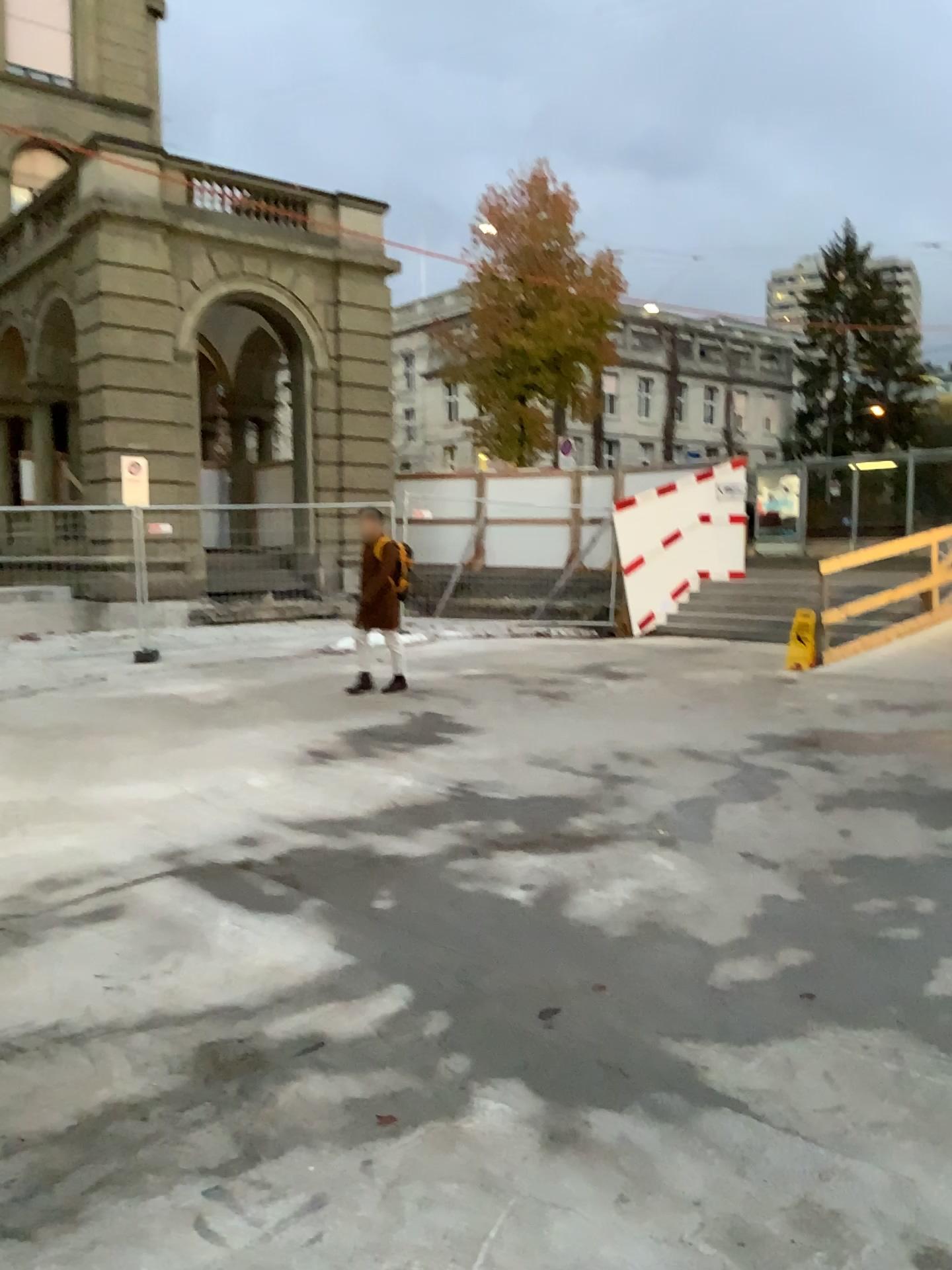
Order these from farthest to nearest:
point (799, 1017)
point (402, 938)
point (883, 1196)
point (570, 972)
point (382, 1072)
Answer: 1. point (402, 938)
2. point (570, 972)
3. point (799, 1017)
4. point (382, 1072)
5. point (883, 1196)
